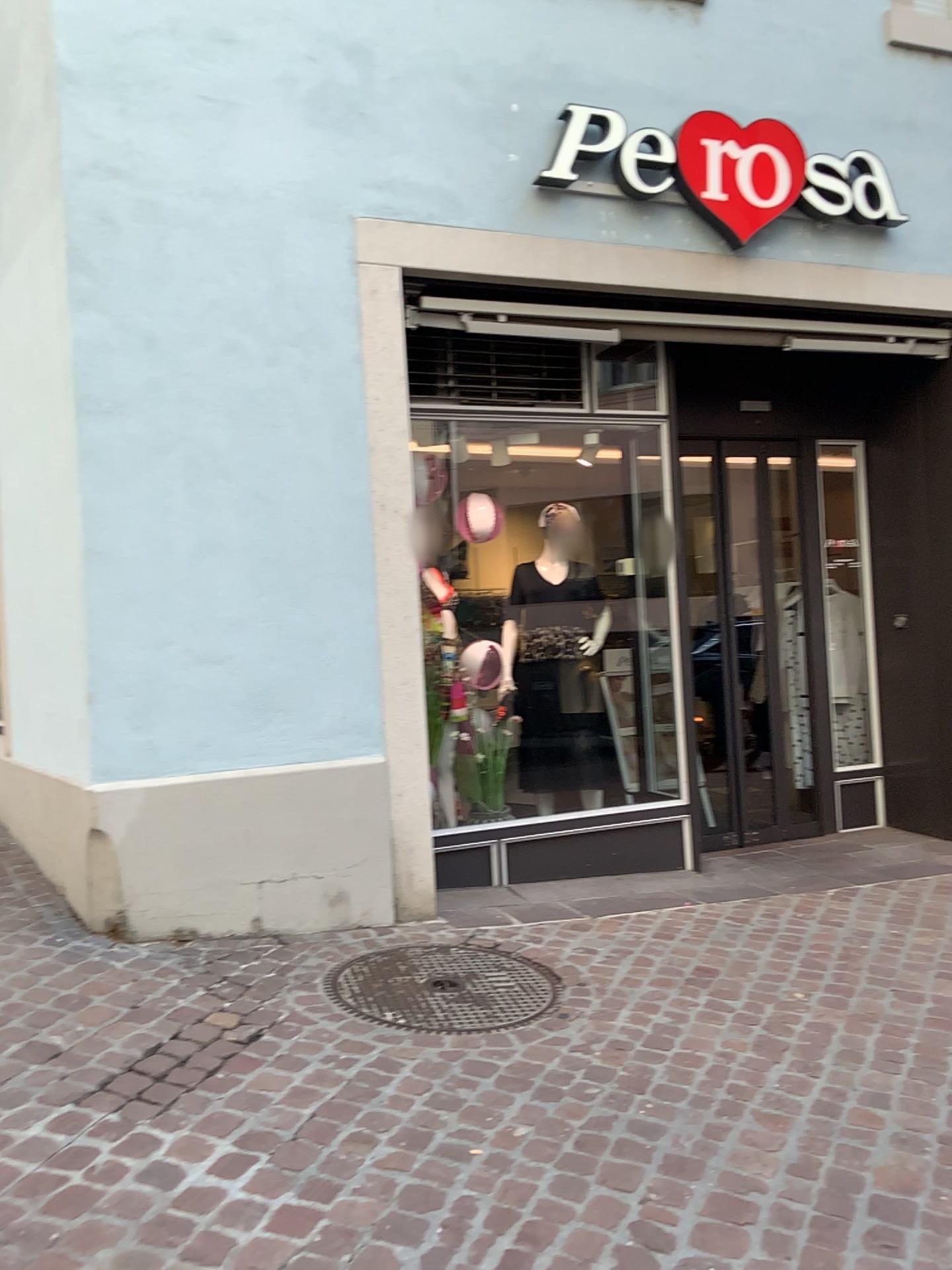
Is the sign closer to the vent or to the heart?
the heart

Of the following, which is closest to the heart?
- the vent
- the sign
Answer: the sign

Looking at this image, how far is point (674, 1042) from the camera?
2.92m

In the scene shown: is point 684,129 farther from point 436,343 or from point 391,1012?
point 391,1012

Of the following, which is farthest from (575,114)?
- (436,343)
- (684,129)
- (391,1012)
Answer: (391,1012)

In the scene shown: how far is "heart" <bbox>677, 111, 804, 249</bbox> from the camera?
4.4m

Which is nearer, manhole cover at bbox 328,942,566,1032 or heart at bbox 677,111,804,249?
manhole cover at bbox 328,942,566,1032

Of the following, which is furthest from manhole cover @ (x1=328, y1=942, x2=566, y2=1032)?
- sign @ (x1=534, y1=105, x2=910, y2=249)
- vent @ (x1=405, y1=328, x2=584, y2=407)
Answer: sign @ (x1=534, y1=105, x2=910, y2=249)

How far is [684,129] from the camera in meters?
4.4 m

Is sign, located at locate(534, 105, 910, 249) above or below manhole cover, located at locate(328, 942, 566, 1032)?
above
